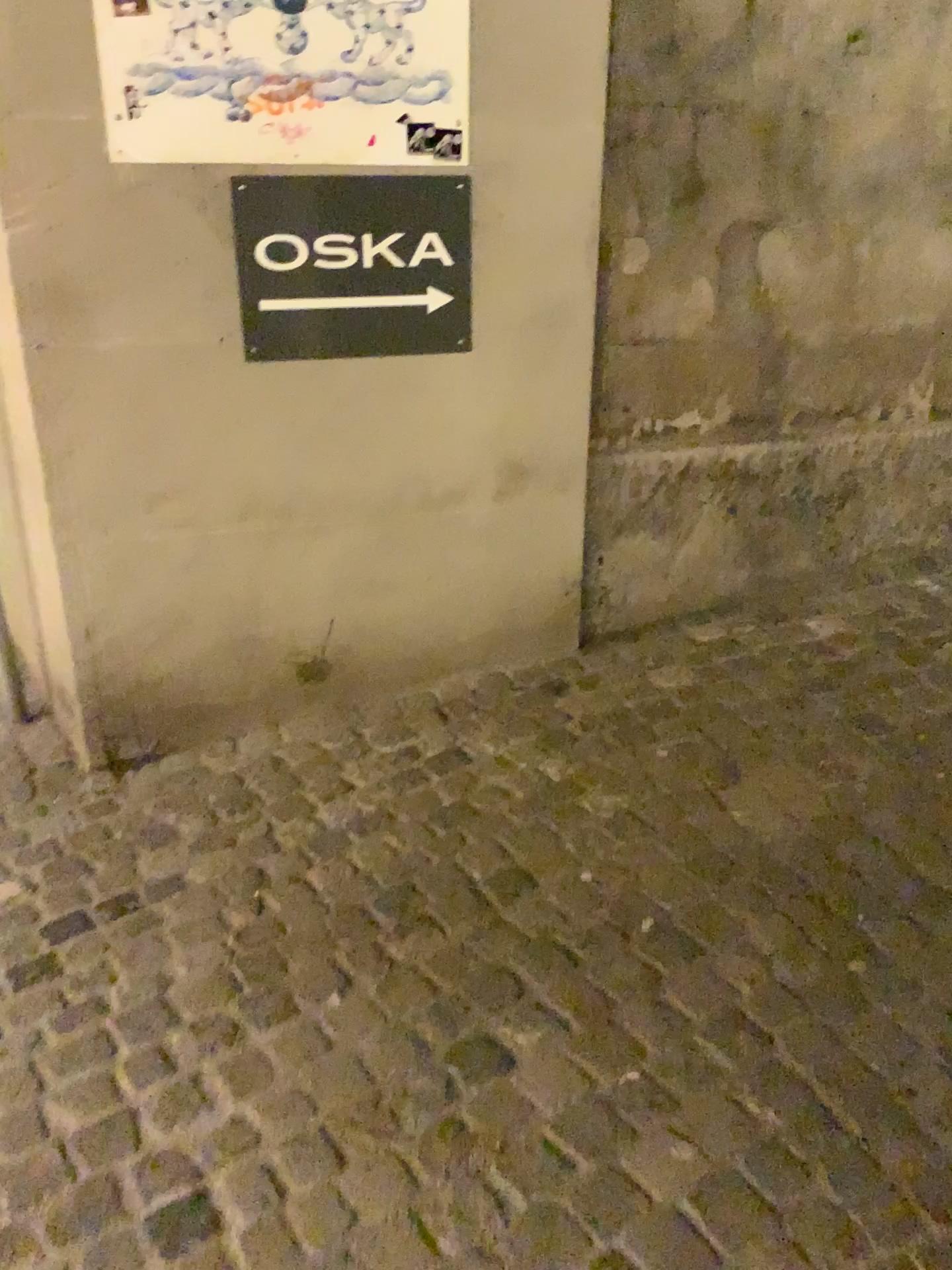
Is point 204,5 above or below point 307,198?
above

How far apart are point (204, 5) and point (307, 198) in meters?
0.4

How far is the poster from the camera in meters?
2.2 m

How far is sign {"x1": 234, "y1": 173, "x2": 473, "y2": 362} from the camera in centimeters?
238cm

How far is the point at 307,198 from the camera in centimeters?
238cm

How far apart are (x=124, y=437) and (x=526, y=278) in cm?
104
